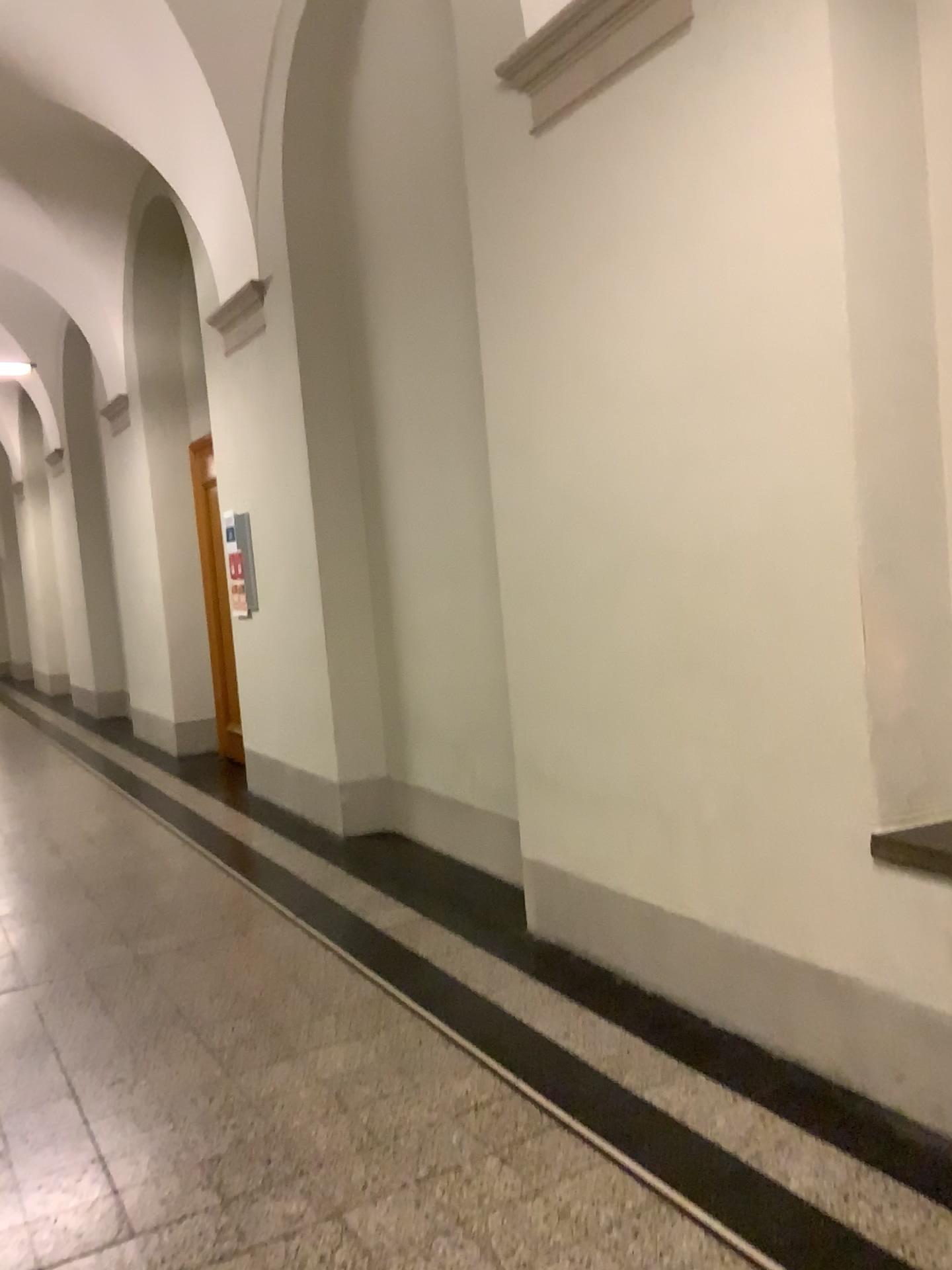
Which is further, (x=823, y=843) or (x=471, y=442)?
(x=471, y=442)
